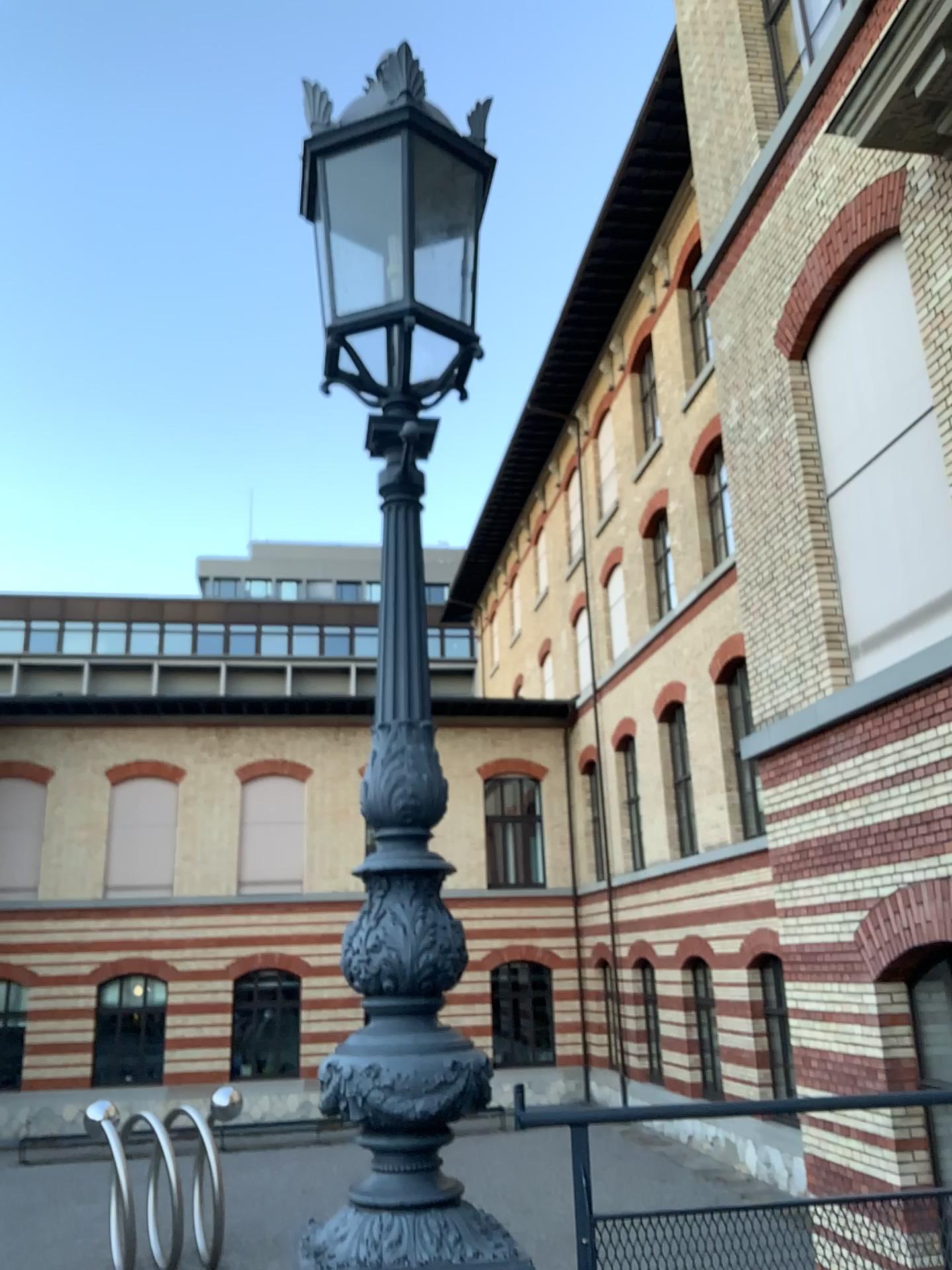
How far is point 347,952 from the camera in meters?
2.4
